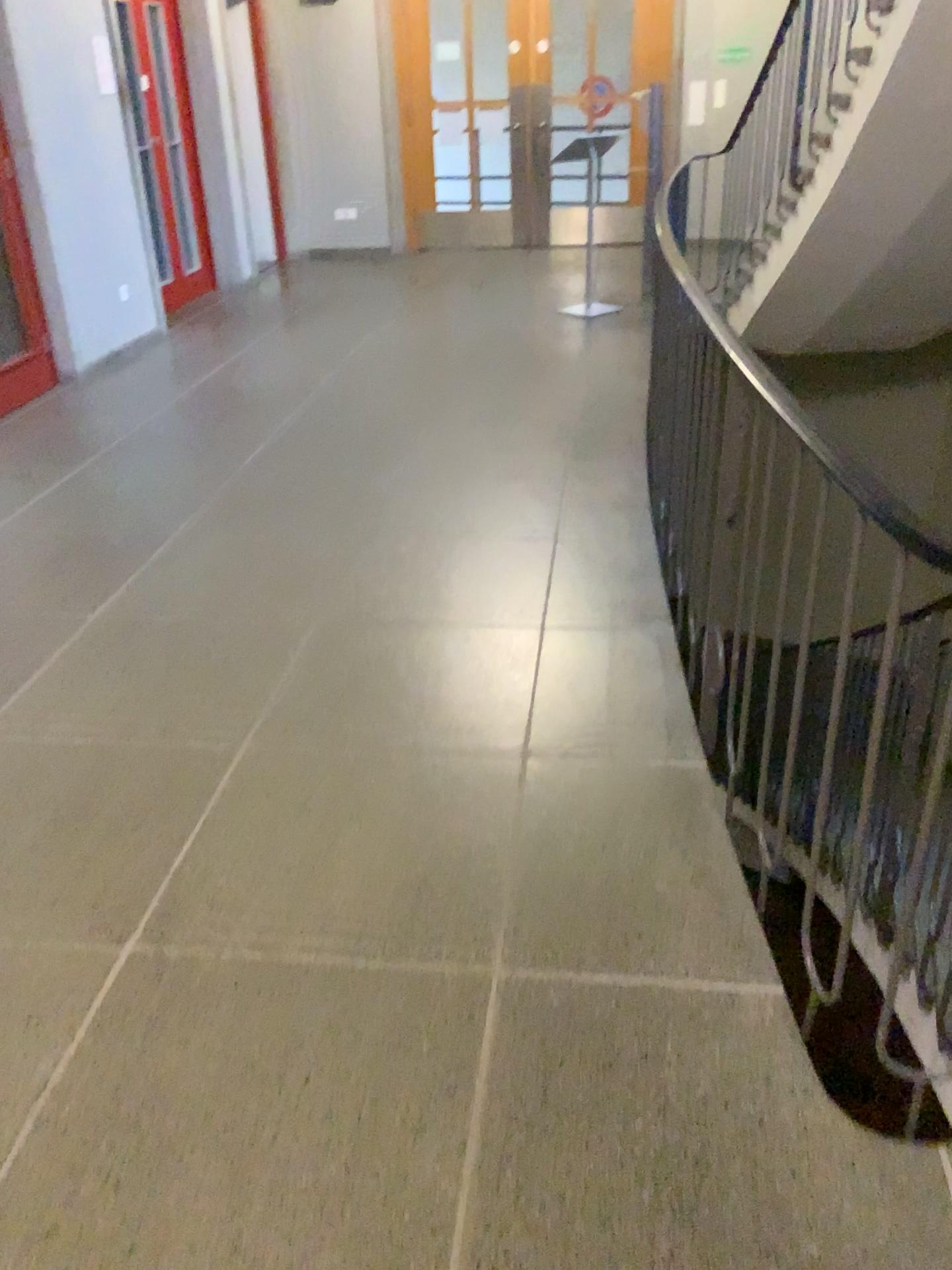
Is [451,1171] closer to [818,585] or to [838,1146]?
[838,1146]
